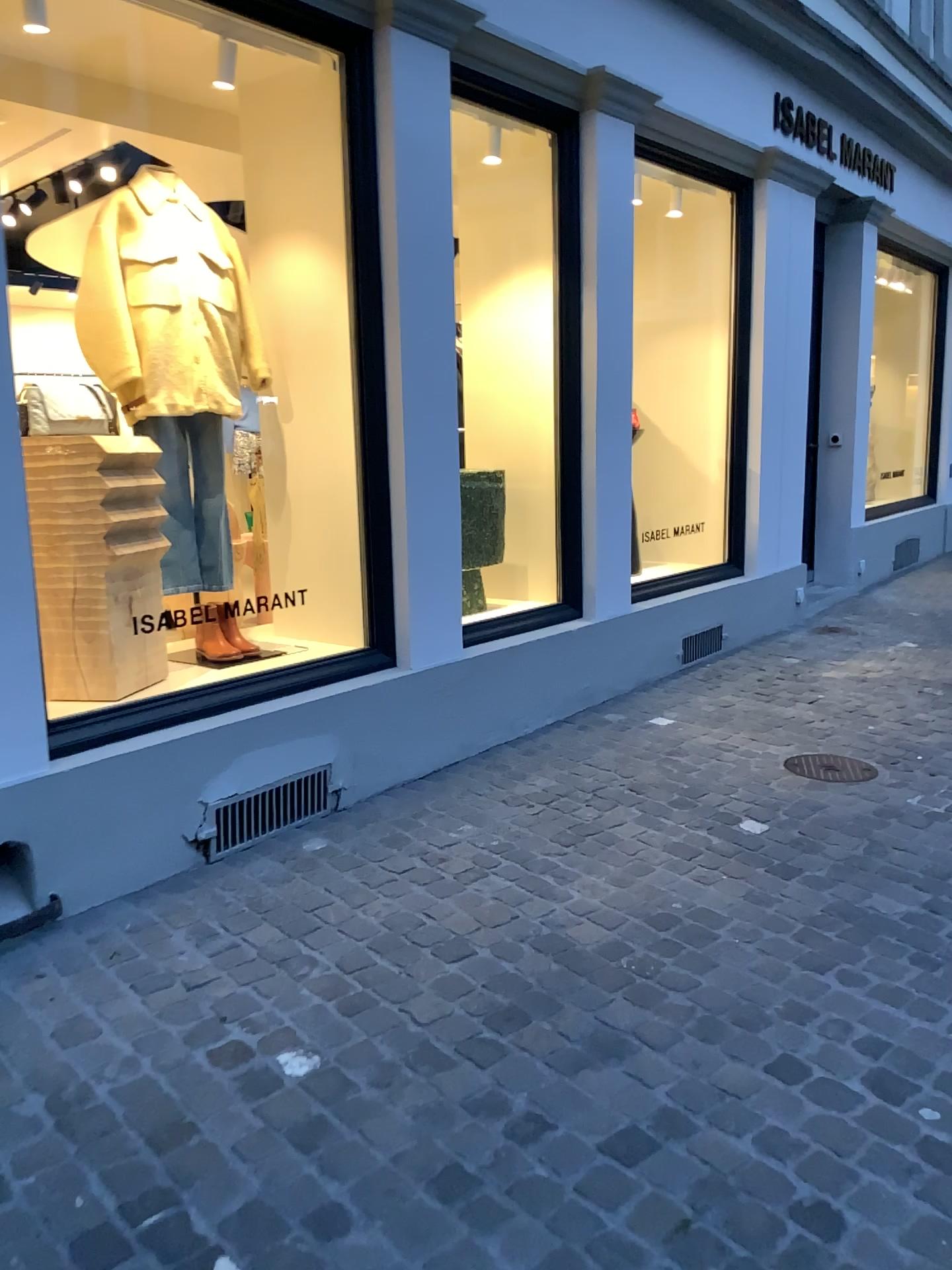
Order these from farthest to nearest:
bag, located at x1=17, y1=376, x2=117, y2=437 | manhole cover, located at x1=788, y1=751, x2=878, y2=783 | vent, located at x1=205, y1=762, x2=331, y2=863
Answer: manhole cover, located at x1=788, y1=751, x2=878, y2=783, vent, located at x1=205, y1=762, x2=331, y2=863, bag, located at x1=17, y1=376, x2=117, y2=437

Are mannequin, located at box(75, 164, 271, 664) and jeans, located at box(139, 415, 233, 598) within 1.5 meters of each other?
yes

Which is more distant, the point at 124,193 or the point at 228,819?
the point at 124,193

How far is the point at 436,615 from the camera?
3.9m

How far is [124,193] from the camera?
3.54m

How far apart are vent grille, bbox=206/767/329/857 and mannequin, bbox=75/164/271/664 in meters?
0.7

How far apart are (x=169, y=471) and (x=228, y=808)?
1.2m

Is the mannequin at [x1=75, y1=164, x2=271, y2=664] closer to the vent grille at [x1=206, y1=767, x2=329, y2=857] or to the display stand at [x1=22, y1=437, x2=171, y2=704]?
the display stand at [x1=22, y1=437, x2=171, y2=704]

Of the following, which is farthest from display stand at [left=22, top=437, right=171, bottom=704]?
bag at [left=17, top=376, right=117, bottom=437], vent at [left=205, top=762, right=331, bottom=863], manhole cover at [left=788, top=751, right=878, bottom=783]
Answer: manhole cover at [left=788, top=751, right=878, bottom=783]

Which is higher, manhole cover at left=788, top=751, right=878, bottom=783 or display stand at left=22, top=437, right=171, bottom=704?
display stand at left=22, top=437, right=171, bottom=704
